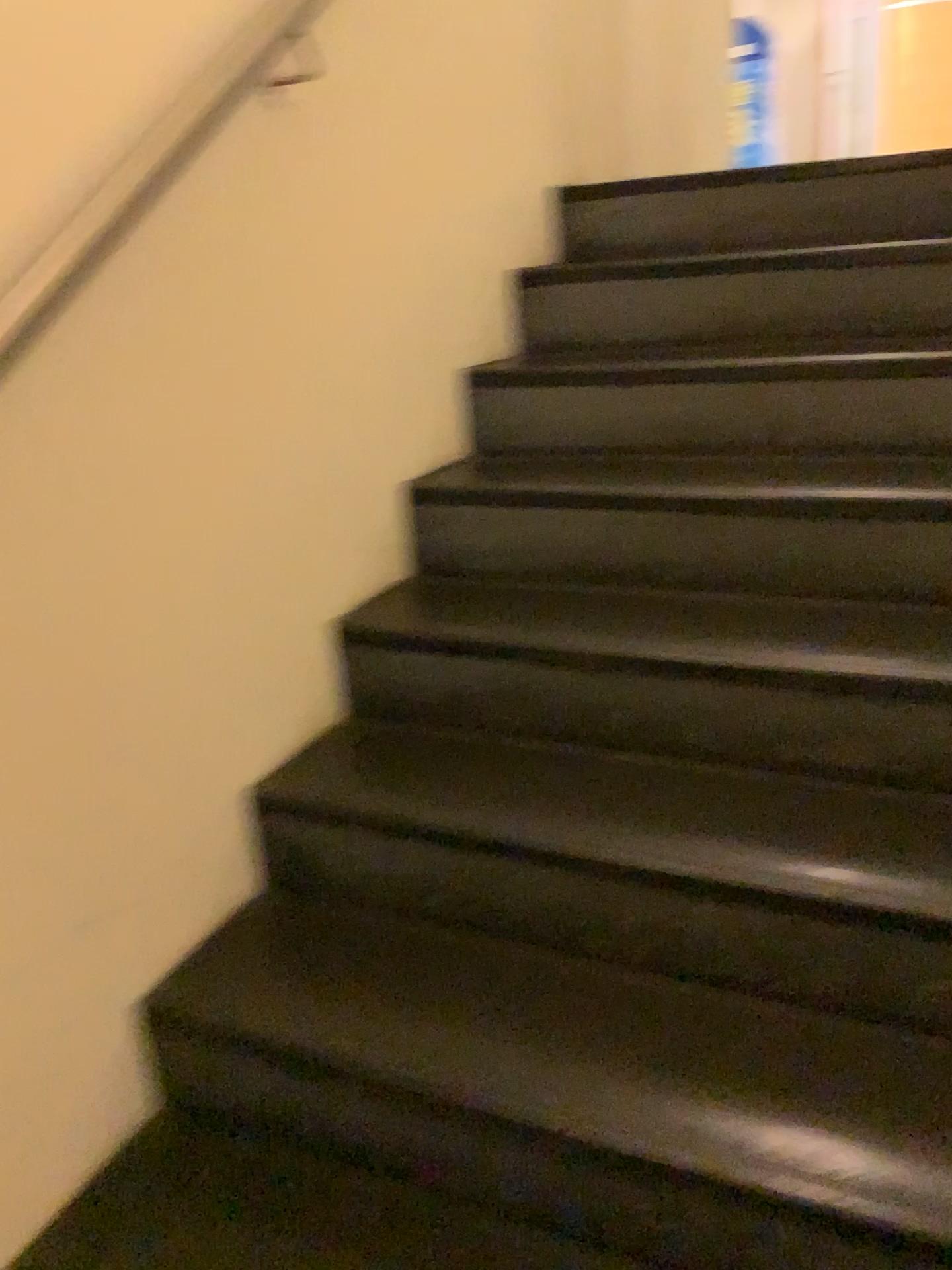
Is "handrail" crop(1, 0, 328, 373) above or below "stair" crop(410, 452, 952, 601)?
above

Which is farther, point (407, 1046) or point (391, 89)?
point (391, 89)

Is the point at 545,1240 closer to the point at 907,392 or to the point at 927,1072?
the point at 927,1072

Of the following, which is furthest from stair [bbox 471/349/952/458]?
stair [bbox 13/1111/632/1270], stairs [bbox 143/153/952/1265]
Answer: → stair [bbox 13/1111/632/1270]

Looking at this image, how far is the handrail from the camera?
1.1 meters

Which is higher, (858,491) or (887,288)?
(887,288)

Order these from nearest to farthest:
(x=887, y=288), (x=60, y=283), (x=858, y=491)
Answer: (x=60, y=283), (x=858, y=491), (x=887, y=288)

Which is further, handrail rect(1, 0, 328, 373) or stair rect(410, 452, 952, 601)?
stair rect(410, 452, 952, 601)

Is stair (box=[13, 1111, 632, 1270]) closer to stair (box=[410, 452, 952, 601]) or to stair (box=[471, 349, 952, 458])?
stair (box=[410, 452, 952, 601])

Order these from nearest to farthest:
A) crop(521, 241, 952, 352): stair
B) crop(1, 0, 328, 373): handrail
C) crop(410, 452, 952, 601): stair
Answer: crop(1, 0, 328, 373): handrail → crop(410, 452, 952, 601): stair → crop(521, 241, 952, 352): stair
